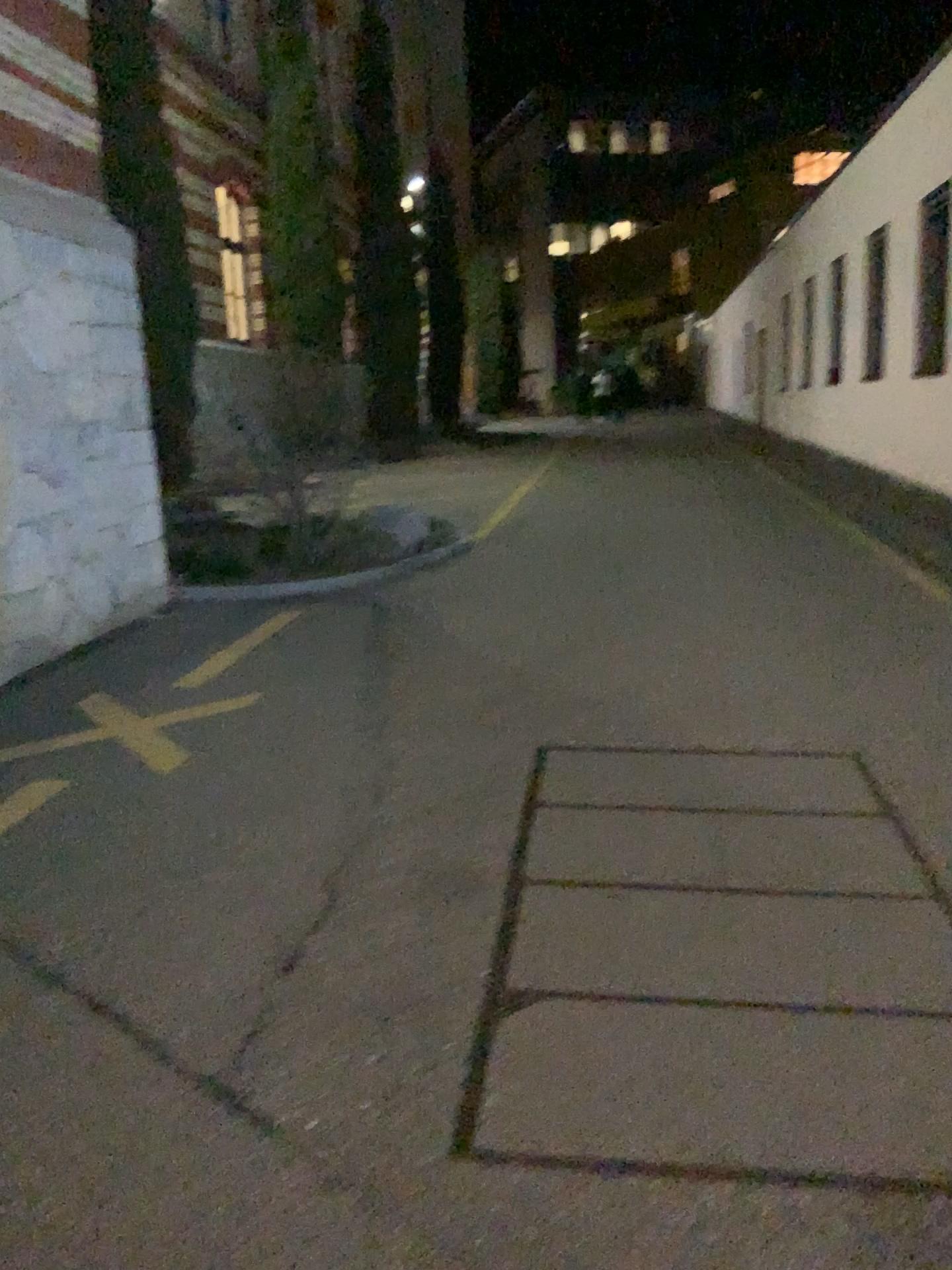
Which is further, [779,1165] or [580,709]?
[580,709]
